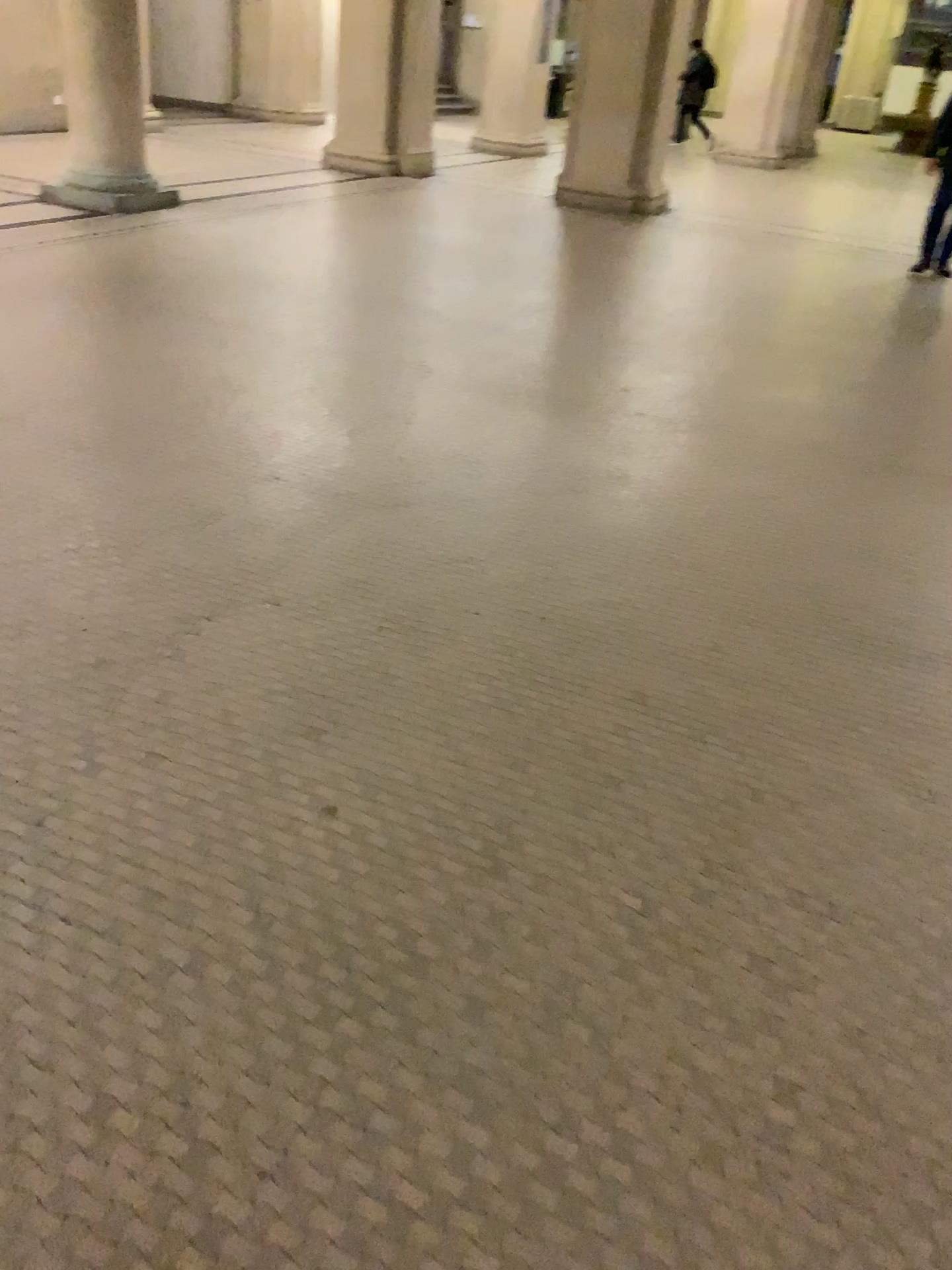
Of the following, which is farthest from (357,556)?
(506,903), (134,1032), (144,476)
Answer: (134,1032)
